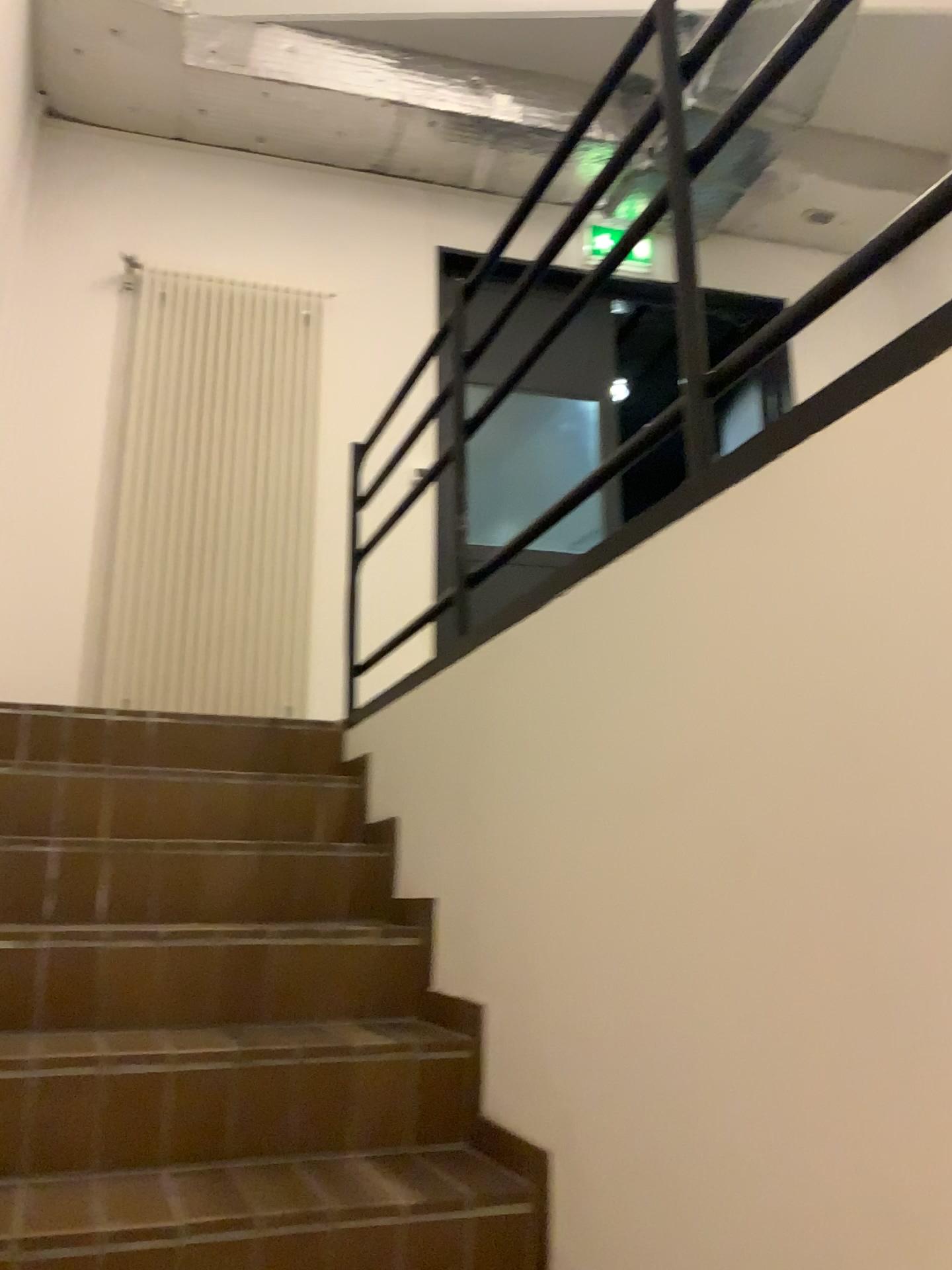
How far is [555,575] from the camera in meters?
1.8
